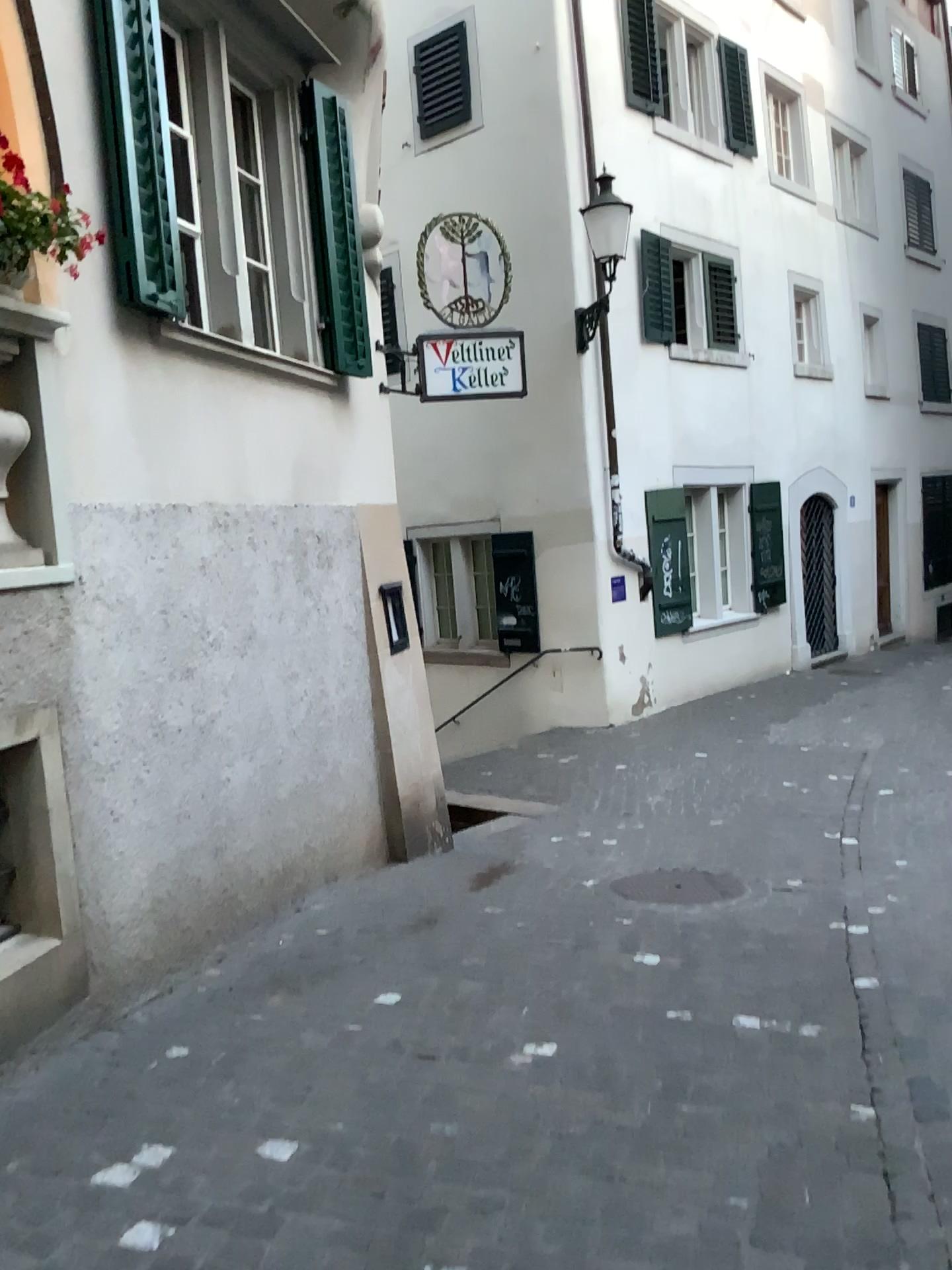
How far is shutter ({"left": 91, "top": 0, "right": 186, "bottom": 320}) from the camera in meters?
3.9 m

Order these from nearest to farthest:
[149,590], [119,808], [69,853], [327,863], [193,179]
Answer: [69,853] < [119,808] < [149,590] < [193,179] < [327,863]

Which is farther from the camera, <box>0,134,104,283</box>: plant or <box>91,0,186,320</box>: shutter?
<box>91,0,186,320</box>: shutter

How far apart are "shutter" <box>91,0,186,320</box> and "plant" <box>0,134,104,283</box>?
0.5m

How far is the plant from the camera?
3.2m

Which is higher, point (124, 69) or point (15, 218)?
point (124, 69)

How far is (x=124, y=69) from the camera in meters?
3.9

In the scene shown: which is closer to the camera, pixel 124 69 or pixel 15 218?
pixel 15 218
